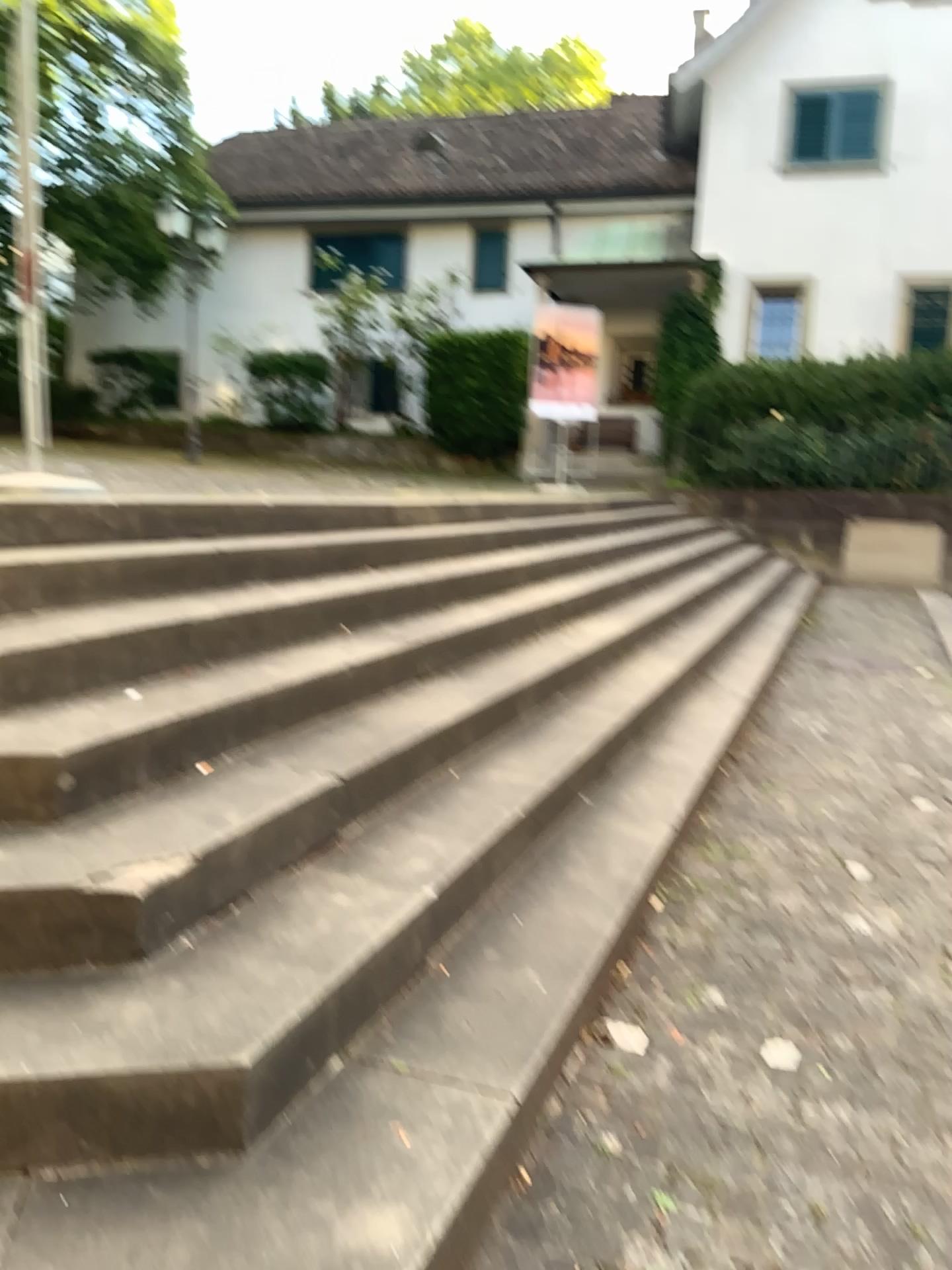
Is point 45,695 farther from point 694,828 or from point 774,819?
point 774,819
